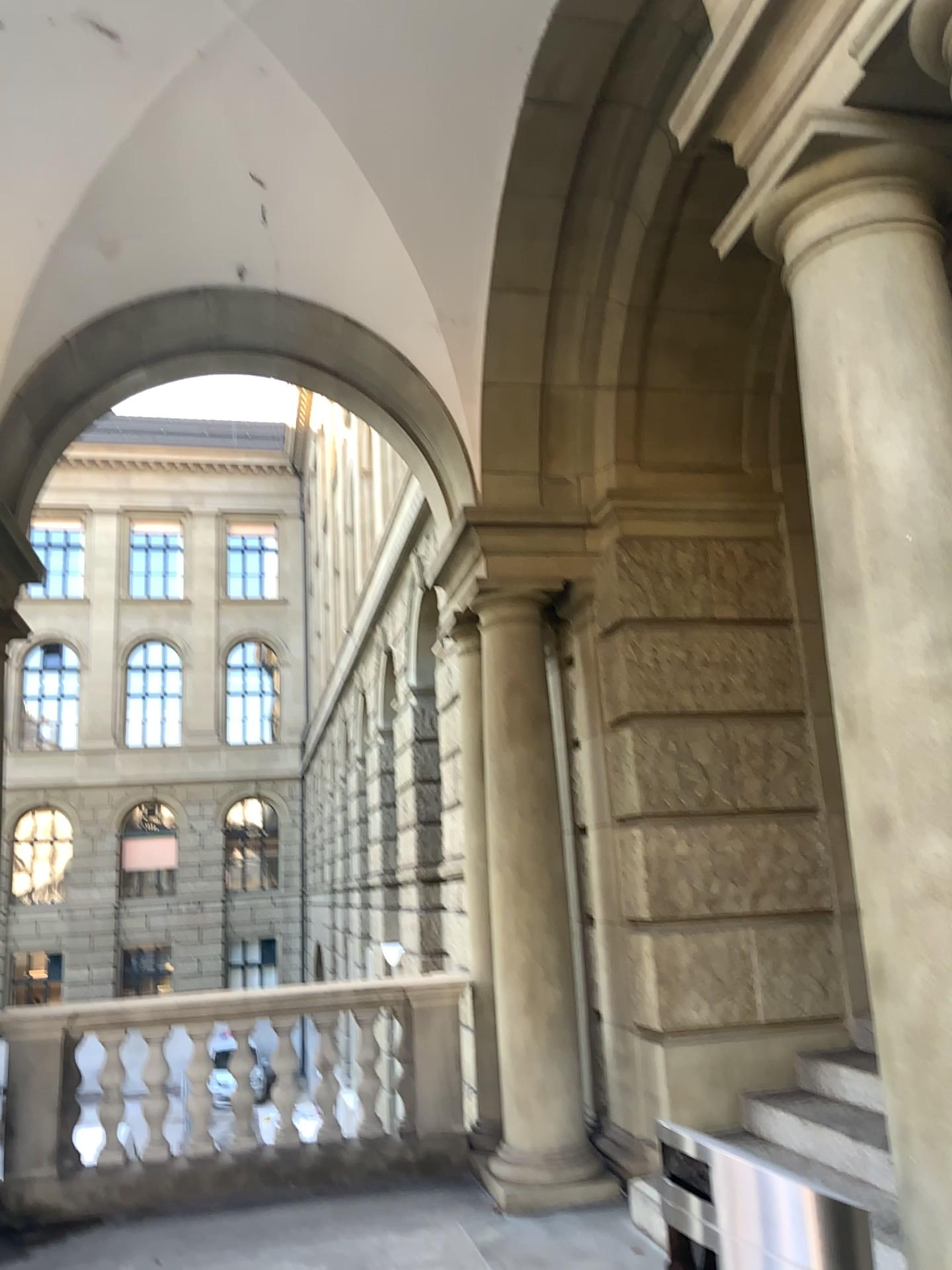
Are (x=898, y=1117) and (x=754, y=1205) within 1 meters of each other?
yes
